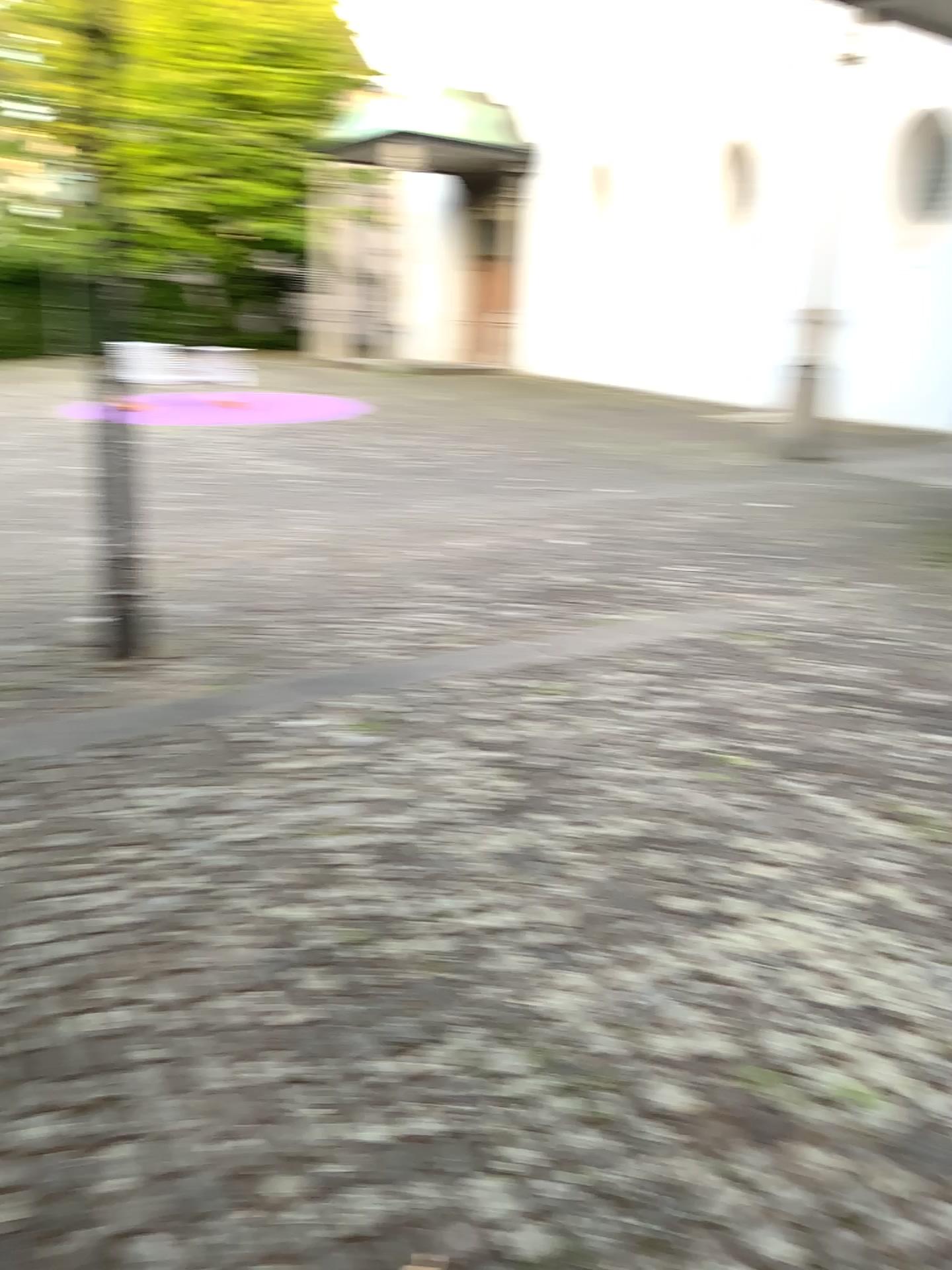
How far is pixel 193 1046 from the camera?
2.2m
